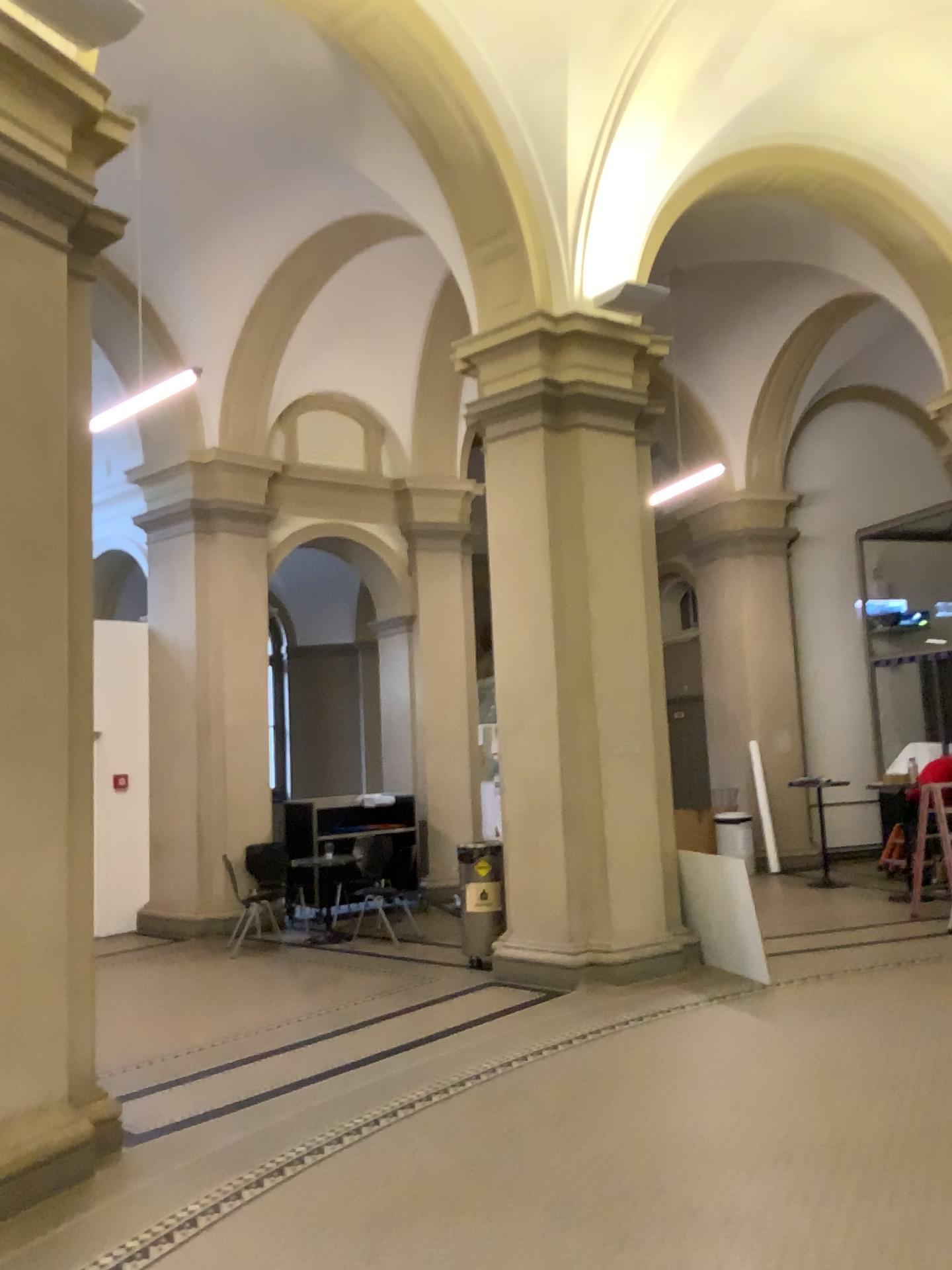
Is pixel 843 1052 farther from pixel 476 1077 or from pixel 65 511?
pixel 65 511
